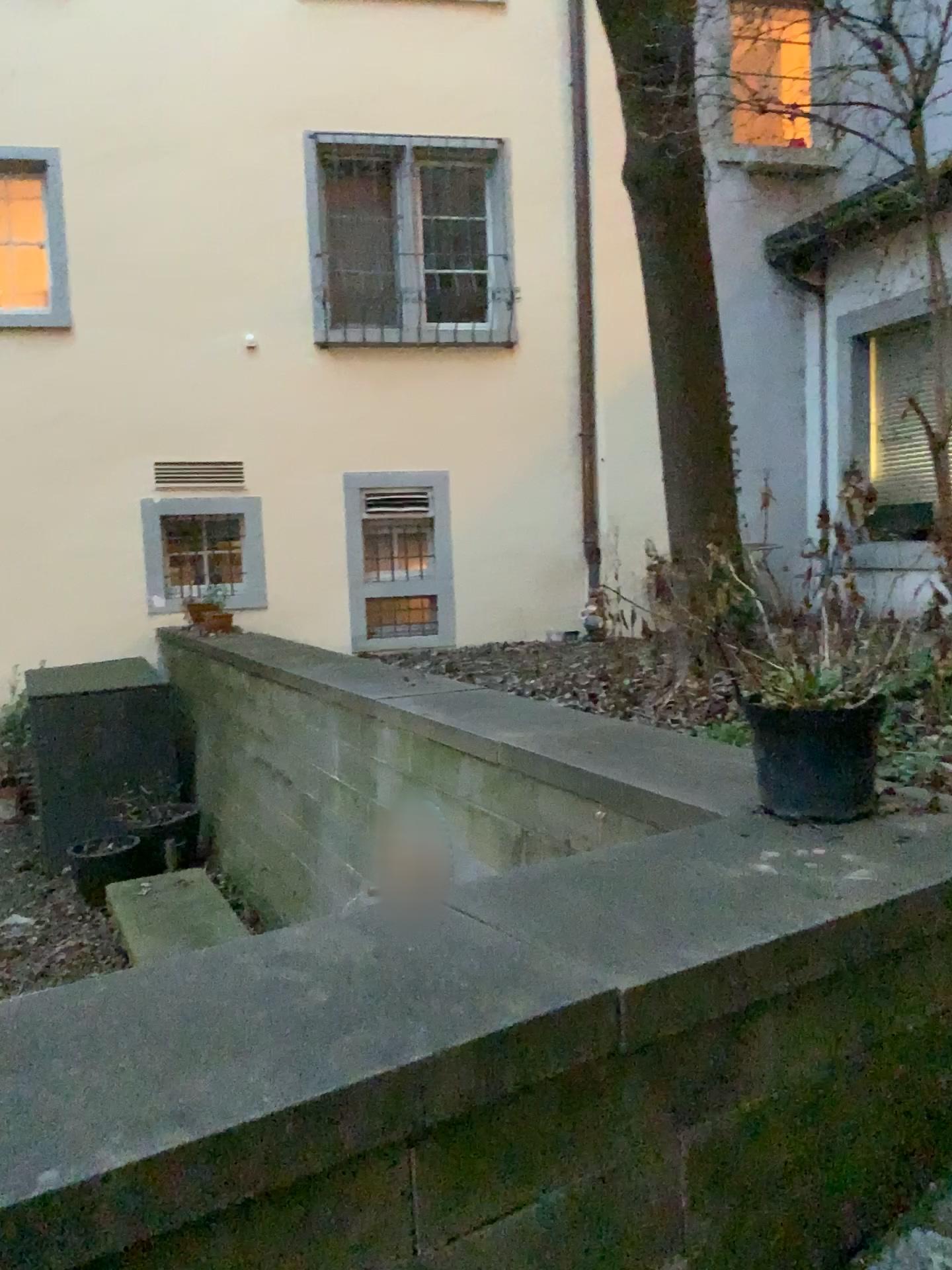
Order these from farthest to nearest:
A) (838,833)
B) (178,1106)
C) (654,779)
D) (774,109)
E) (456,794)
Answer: (774,109) → (456,794) → (654,779) → (838,833) → (178,1106)

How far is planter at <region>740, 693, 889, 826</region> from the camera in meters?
→ 2.0 m

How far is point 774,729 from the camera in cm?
200
